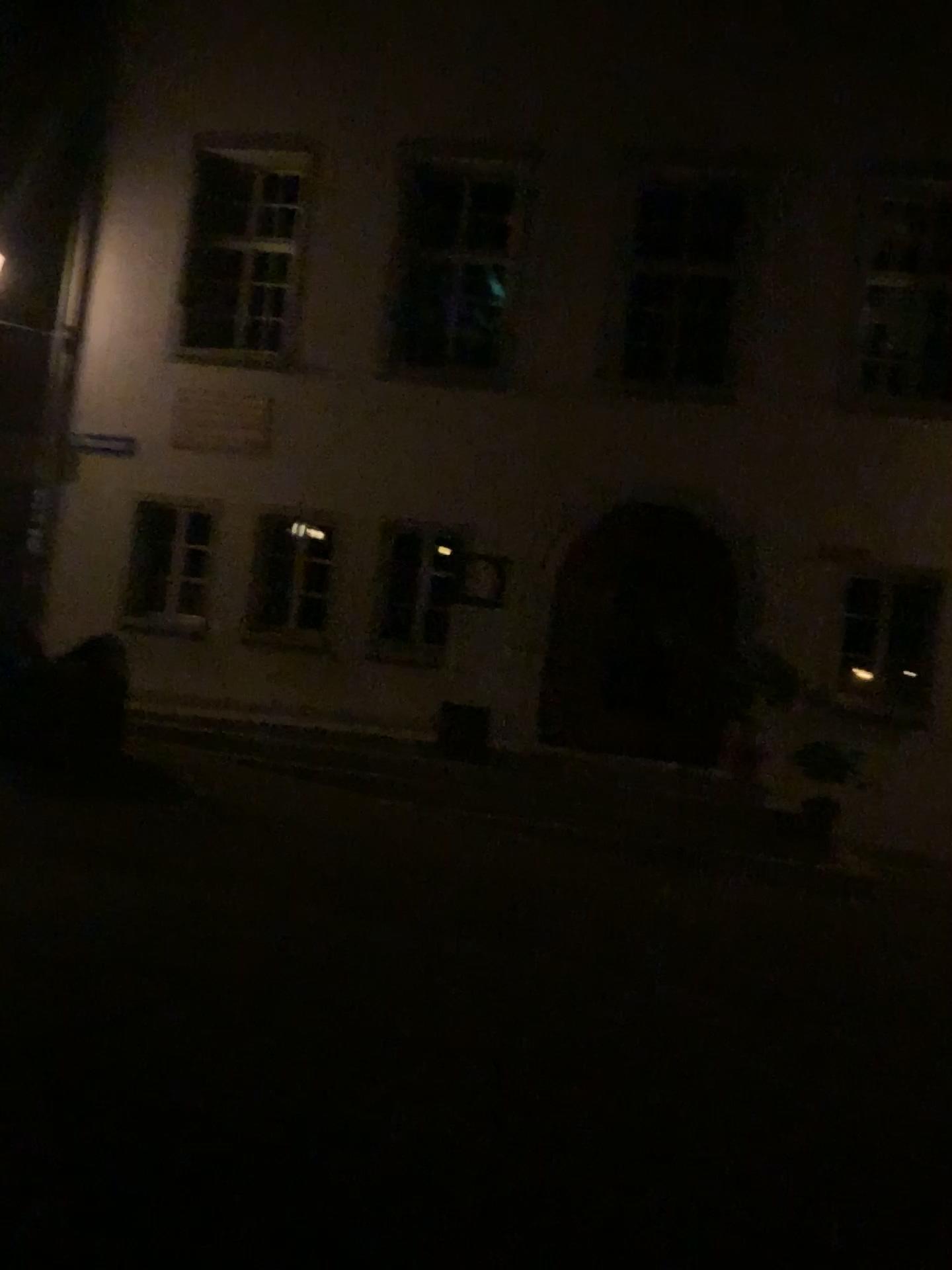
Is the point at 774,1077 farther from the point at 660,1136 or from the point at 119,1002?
the point at 119,1002
